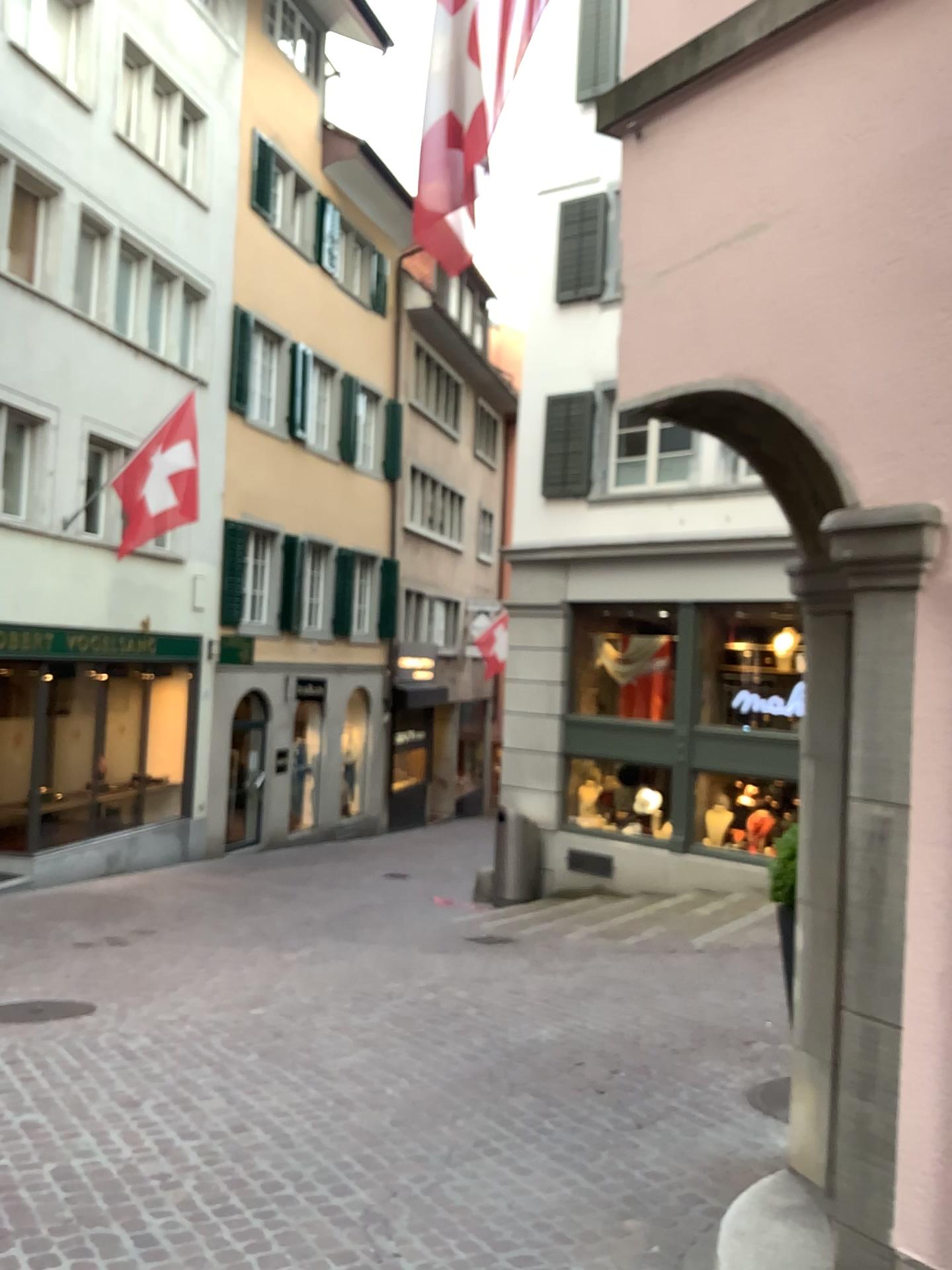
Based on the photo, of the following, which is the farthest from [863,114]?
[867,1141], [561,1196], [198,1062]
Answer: [198,1062]
